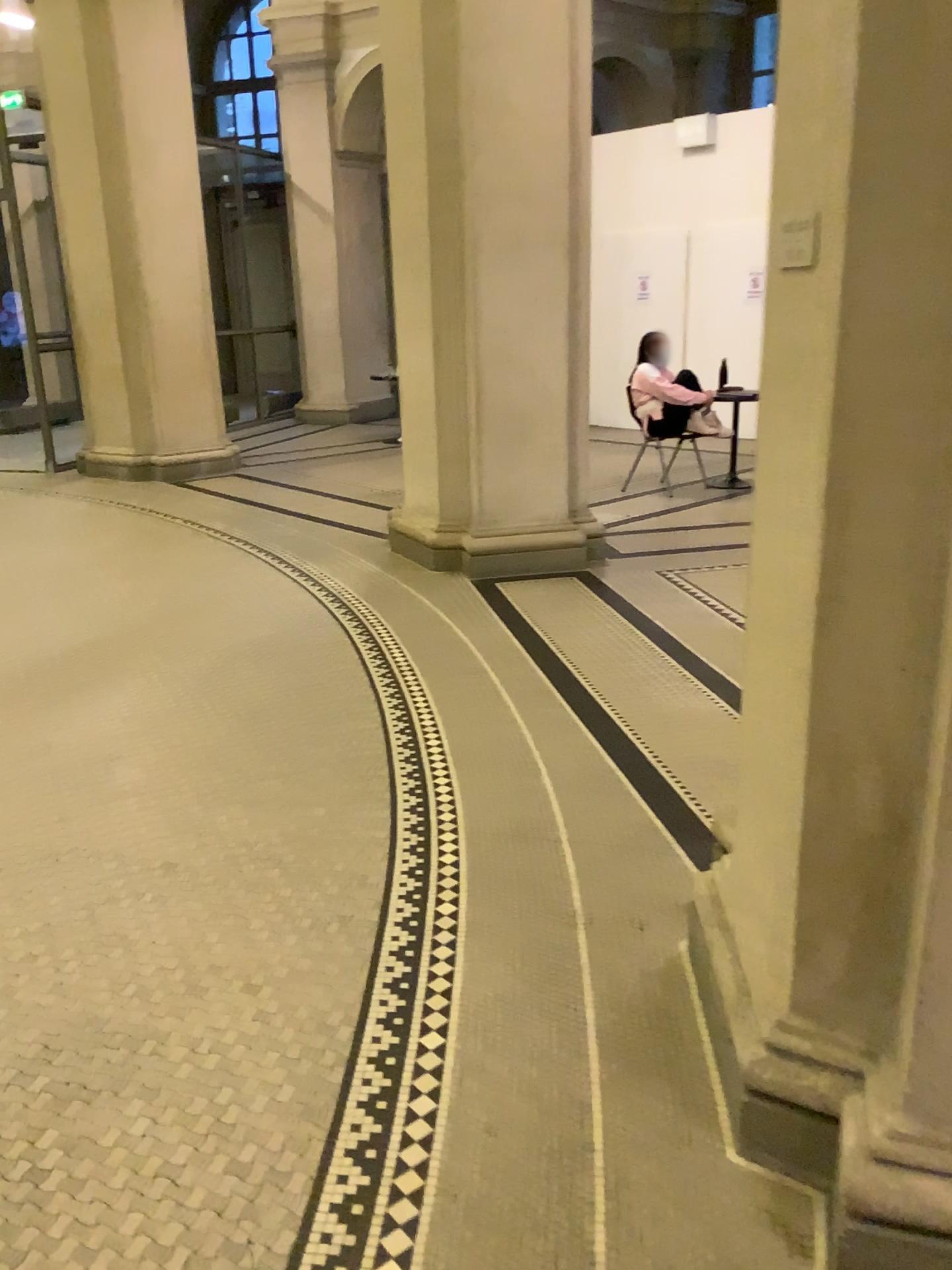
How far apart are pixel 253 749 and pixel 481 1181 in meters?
2.1
